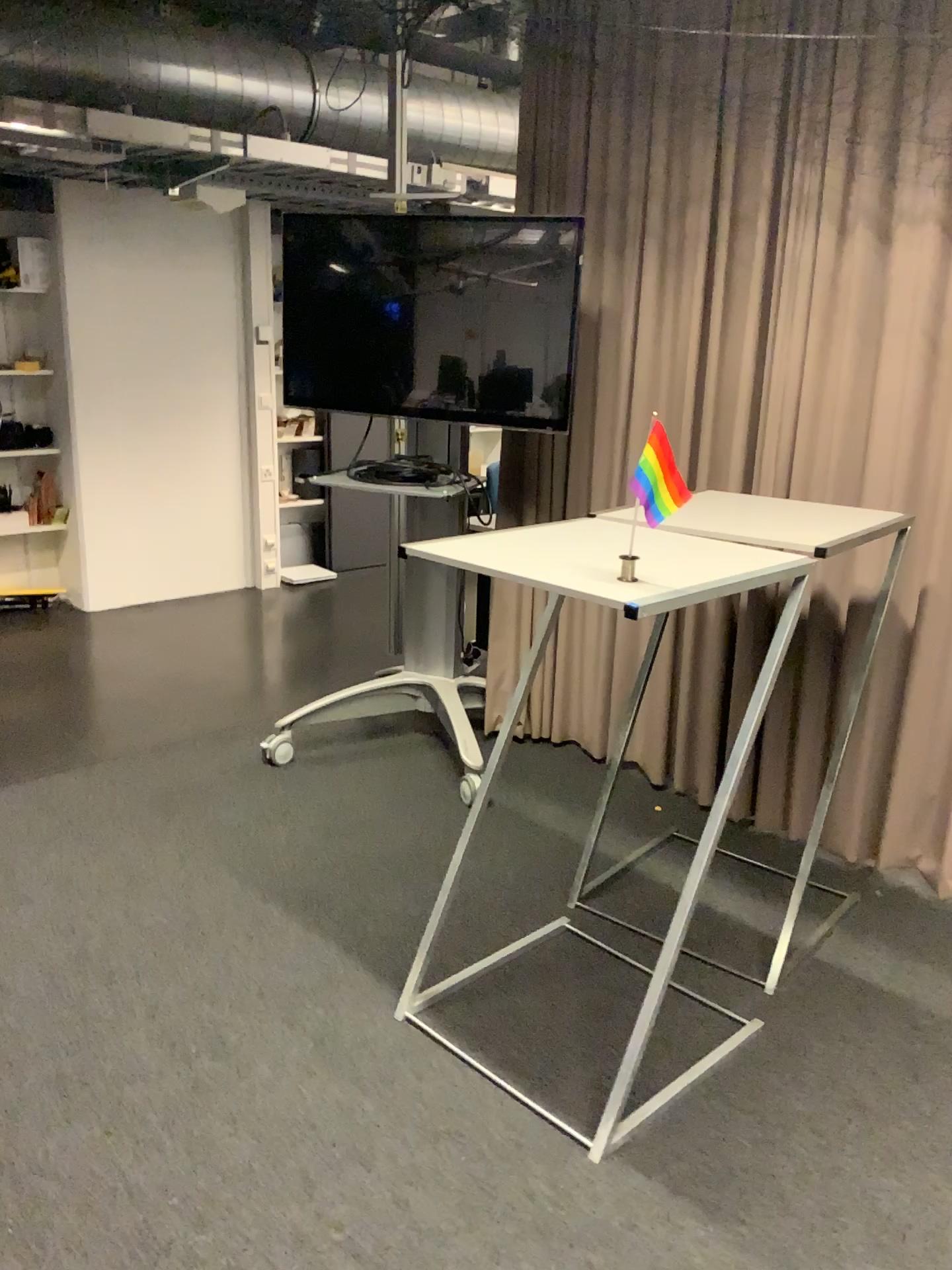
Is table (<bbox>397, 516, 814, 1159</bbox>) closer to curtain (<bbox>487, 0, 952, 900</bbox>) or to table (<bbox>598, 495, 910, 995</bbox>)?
table (<bbox>598, 495, 910, 995</bbox>)

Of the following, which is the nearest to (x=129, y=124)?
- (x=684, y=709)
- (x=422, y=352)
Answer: (x=422, y=352)

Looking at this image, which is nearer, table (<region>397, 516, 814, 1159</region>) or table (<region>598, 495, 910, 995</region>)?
table (<region>397, 516, 814, 1159</region>)

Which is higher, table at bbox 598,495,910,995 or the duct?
the duct

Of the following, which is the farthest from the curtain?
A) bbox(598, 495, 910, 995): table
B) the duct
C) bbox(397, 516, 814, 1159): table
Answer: the duct

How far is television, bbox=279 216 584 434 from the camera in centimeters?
336cm

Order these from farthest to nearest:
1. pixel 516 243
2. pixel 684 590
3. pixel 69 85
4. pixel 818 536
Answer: pixel 69 85 < pixel 516 243 < pixel 818 536 < pixel 684 590

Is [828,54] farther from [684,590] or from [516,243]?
[684,590]

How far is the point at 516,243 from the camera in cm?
336

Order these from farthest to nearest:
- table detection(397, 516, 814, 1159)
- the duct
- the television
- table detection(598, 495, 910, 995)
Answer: the duct → the television → table detection(598, 495, 910, 995) → table detection(397, 516, 814, 1159)
